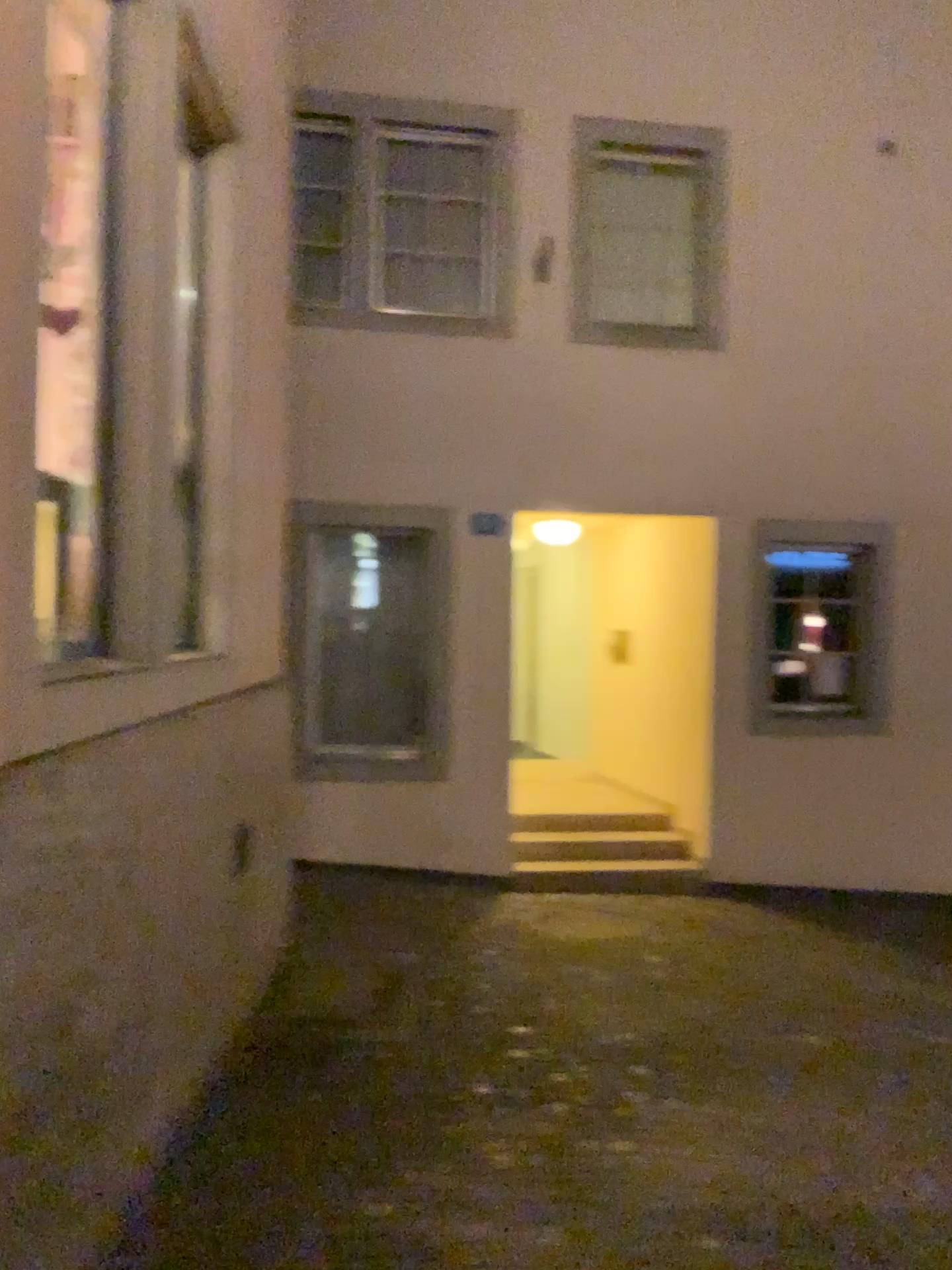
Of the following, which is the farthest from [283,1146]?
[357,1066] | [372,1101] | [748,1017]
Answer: [748,1017]
